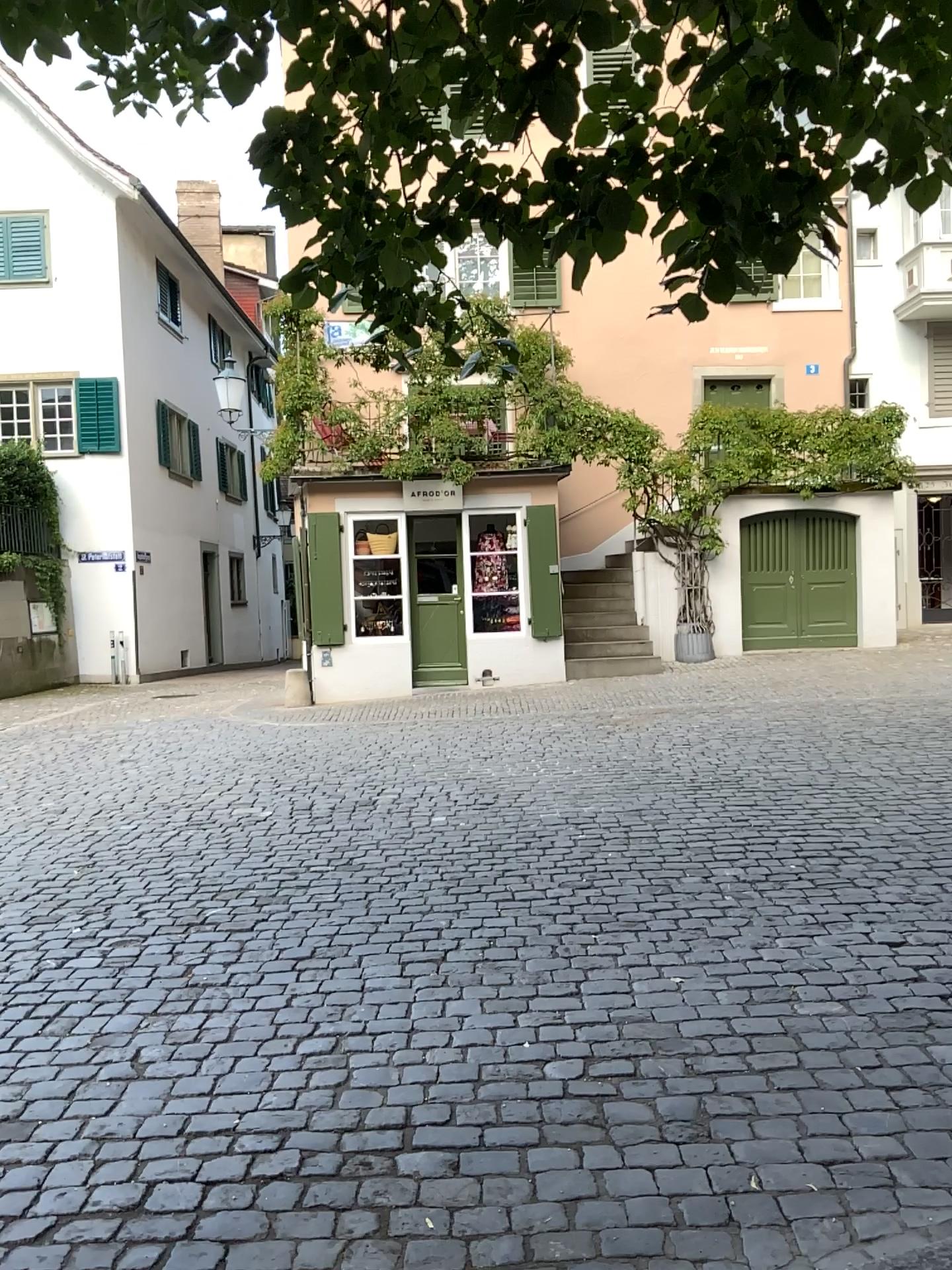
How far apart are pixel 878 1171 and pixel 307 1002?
2.05m
